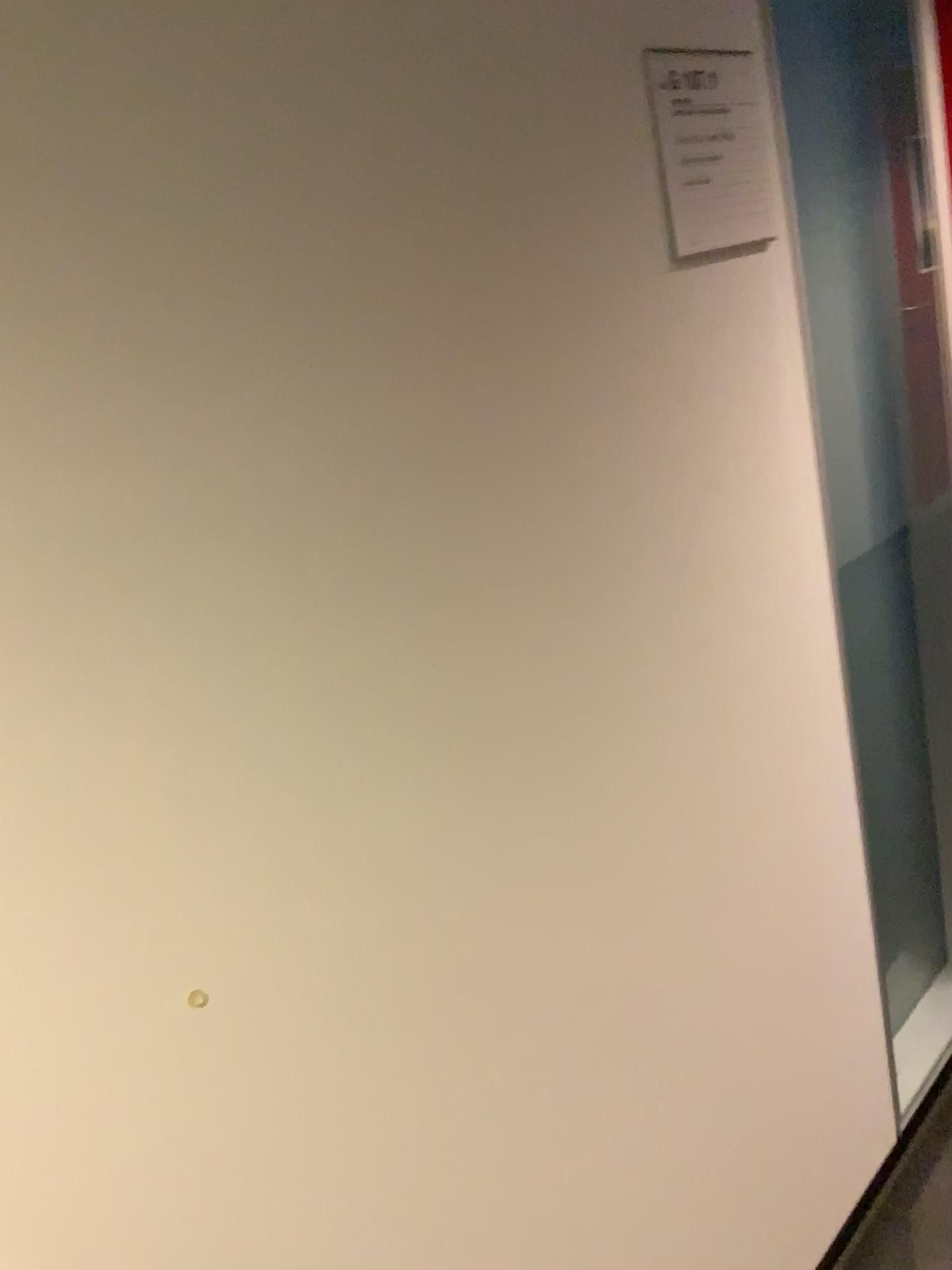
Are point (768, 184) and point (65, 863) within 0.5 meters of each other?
no

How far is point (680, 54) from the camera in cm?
115

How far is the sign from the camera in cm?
115
